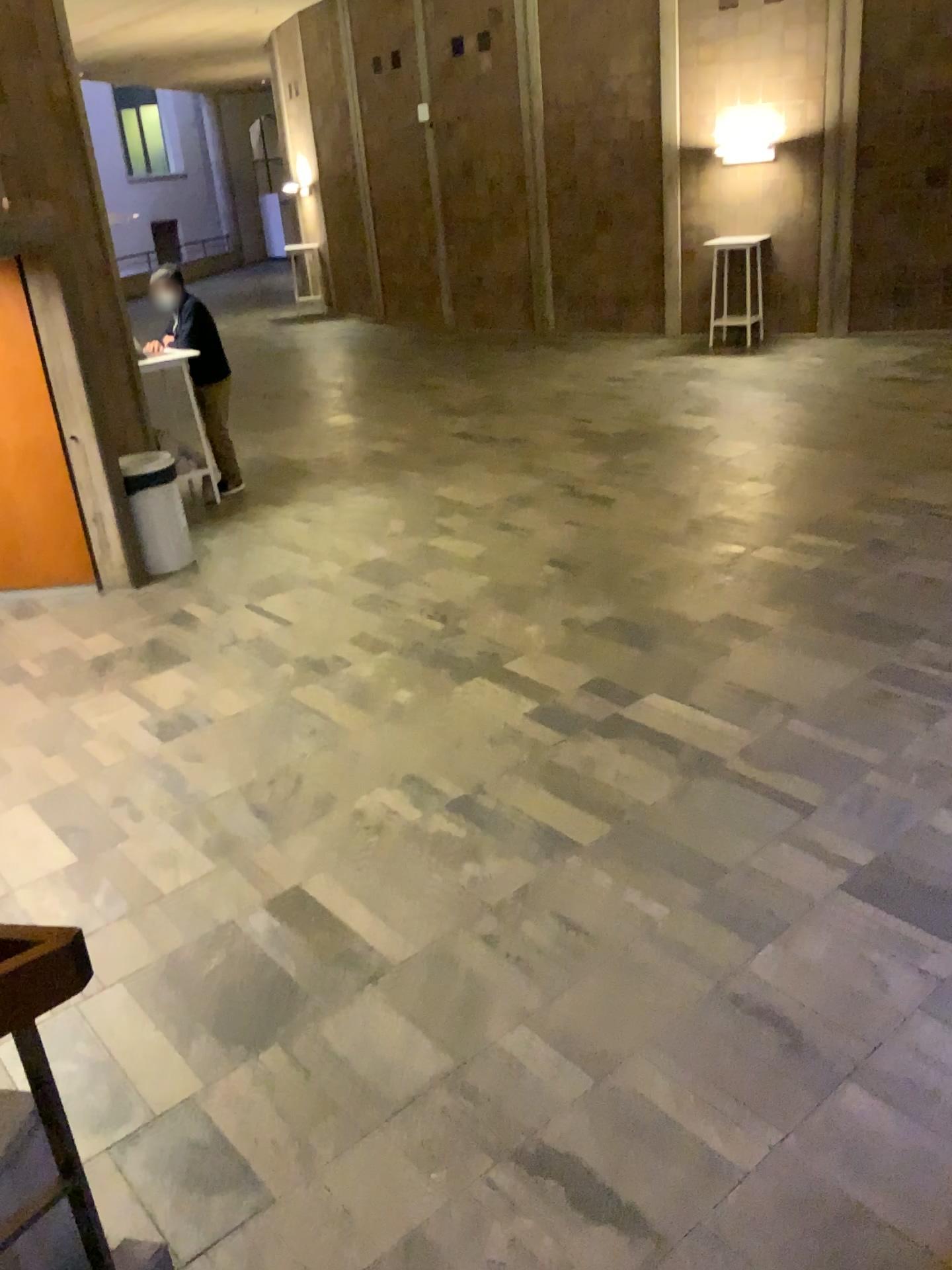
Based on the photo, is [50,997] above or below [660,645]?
above
